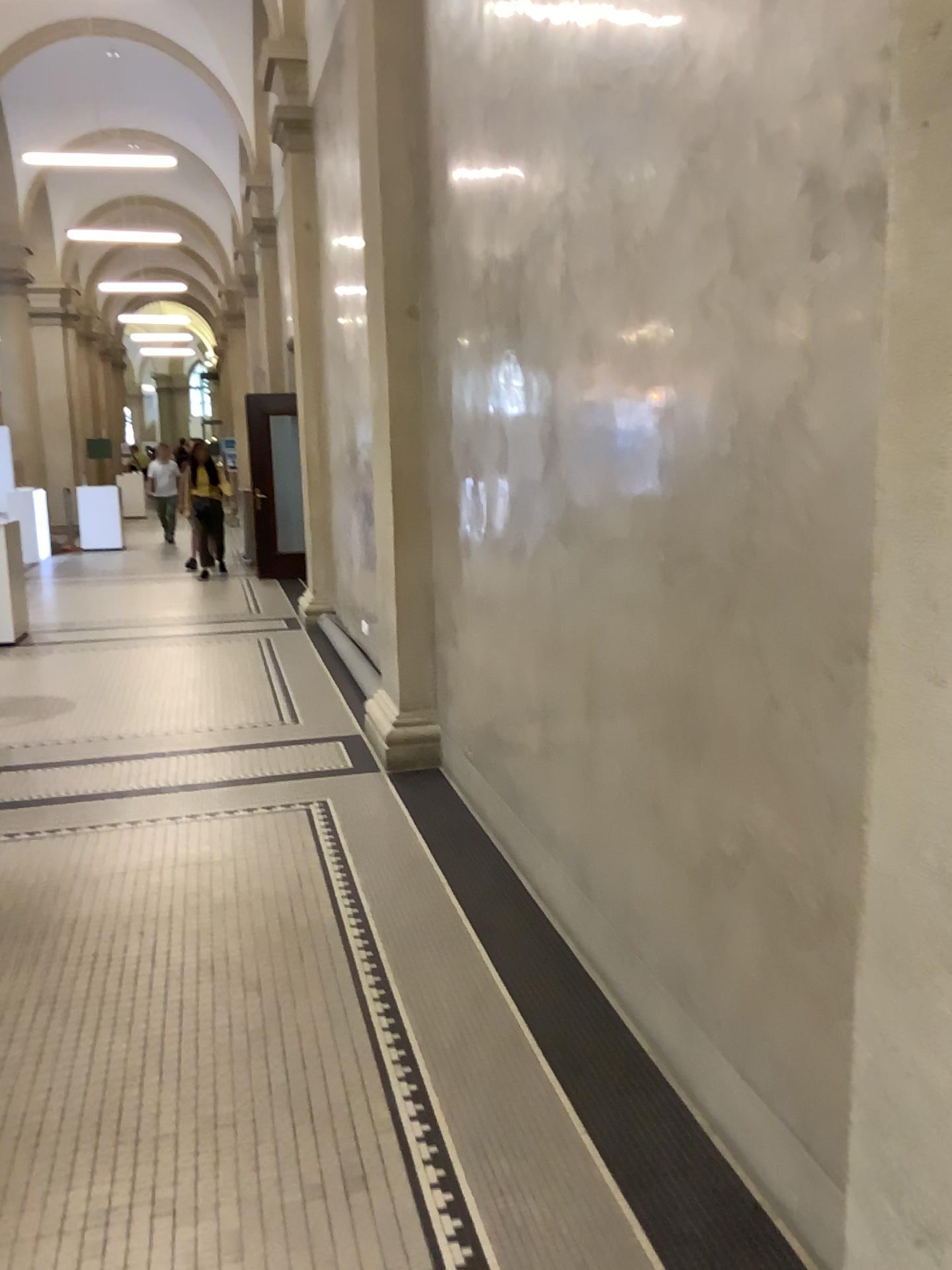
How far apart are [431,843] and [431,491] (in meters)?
1.68
